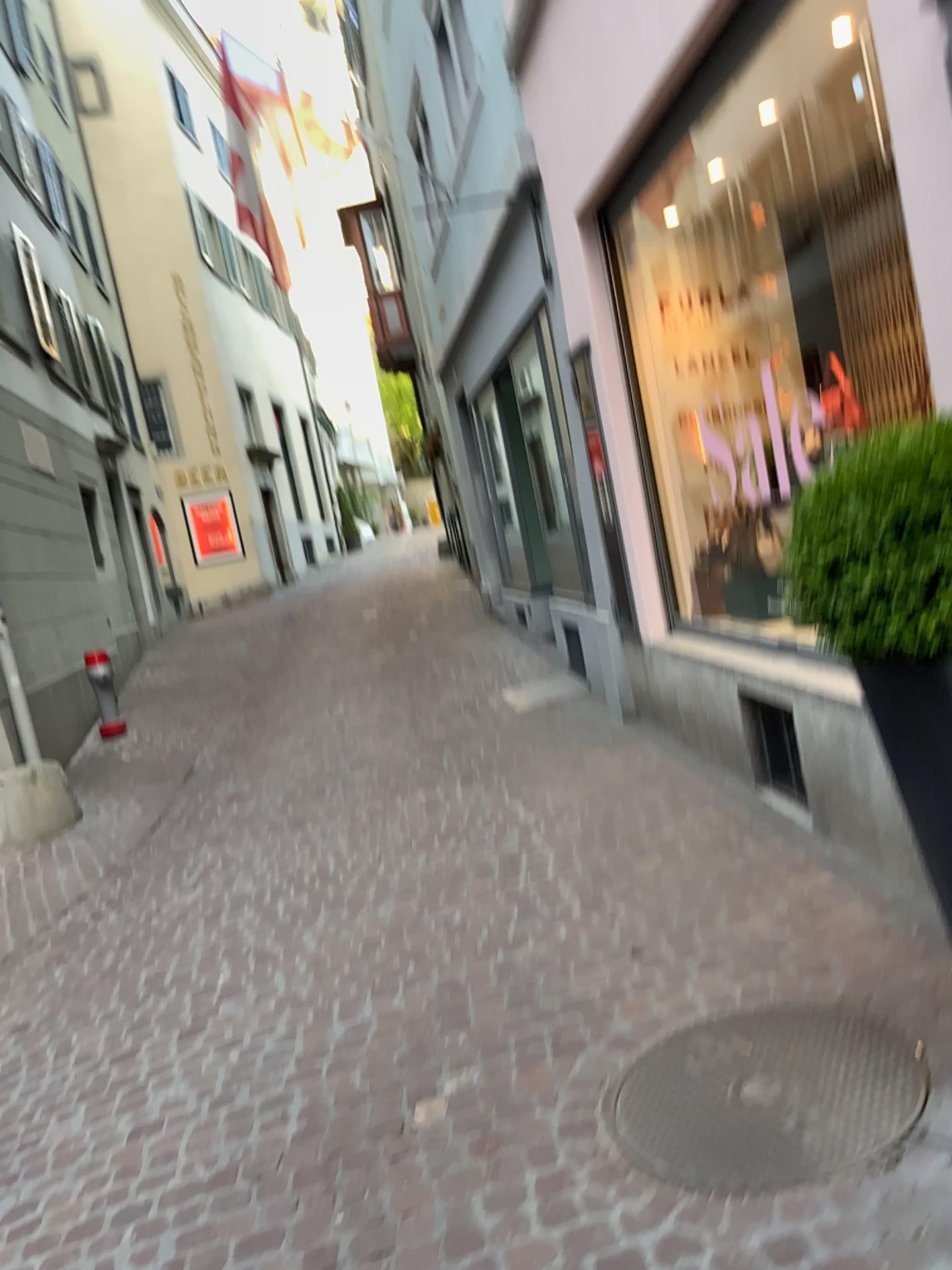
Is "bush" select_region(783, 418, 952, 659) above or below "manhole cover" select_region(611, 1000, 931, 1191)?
above

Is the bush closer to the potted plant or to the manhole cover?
the potted plant

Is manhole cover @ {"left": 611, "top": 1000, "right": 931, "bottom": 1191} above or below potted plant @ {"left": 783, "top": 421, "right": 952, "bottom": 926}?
below

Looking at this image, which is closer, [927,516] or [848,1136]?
[927,516]

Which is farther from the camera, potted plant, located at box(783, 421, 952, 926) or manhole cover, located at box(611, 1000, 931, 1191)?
manhole cover, located at box(611, 1000, 931, 1191)

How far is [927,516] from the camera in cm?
172

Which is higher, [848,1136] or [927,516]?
[927,516]

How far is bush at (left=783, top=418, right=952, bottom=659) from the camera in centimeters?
172cm

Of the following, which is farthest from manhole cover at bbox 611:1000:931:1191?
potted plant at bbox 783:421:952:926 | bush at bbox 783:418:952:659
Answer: bush at bbox 783:418:952:659

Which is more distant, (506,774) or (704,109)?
(506,774)
